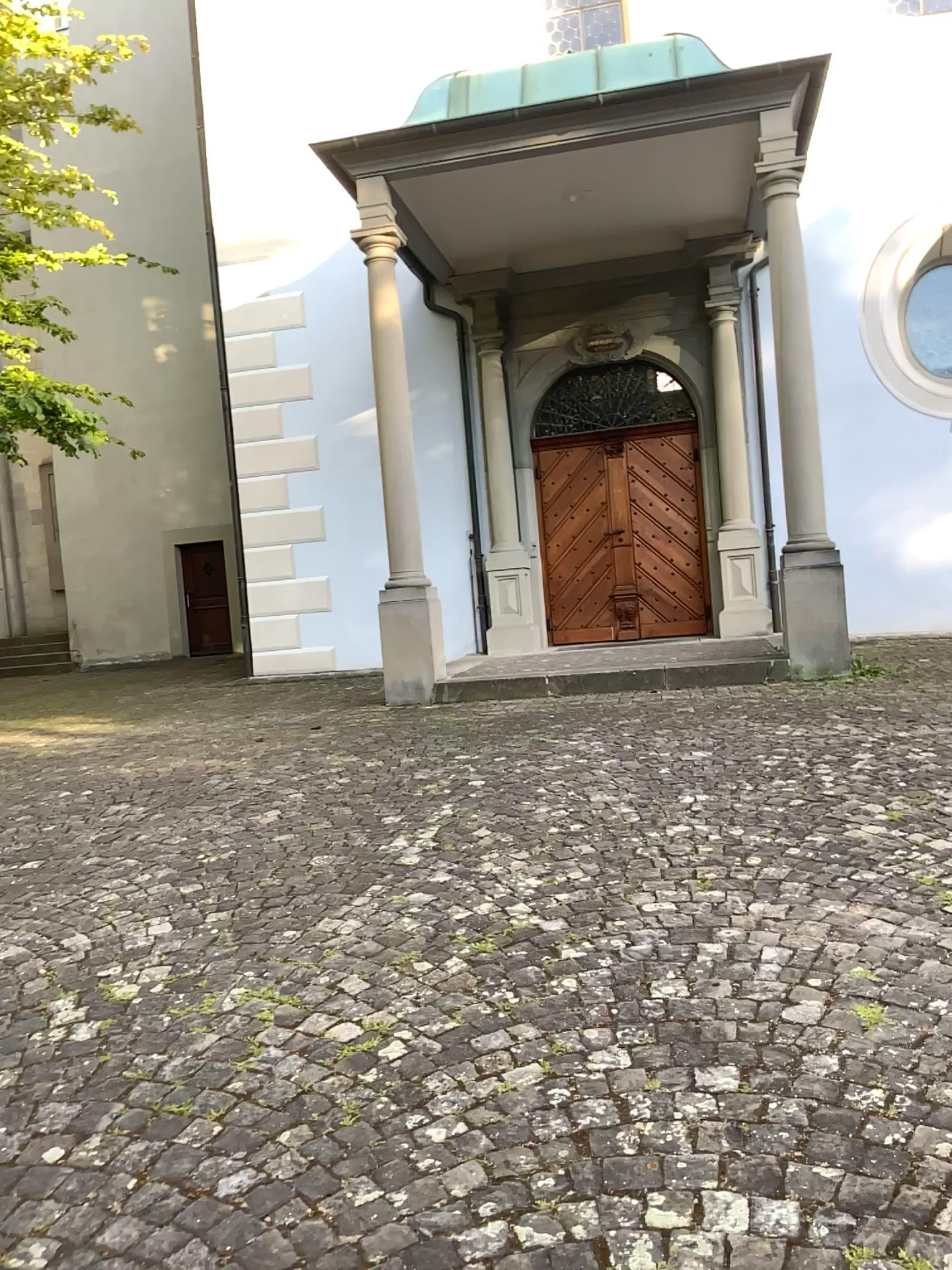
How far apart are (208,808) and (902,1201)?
3.7m
